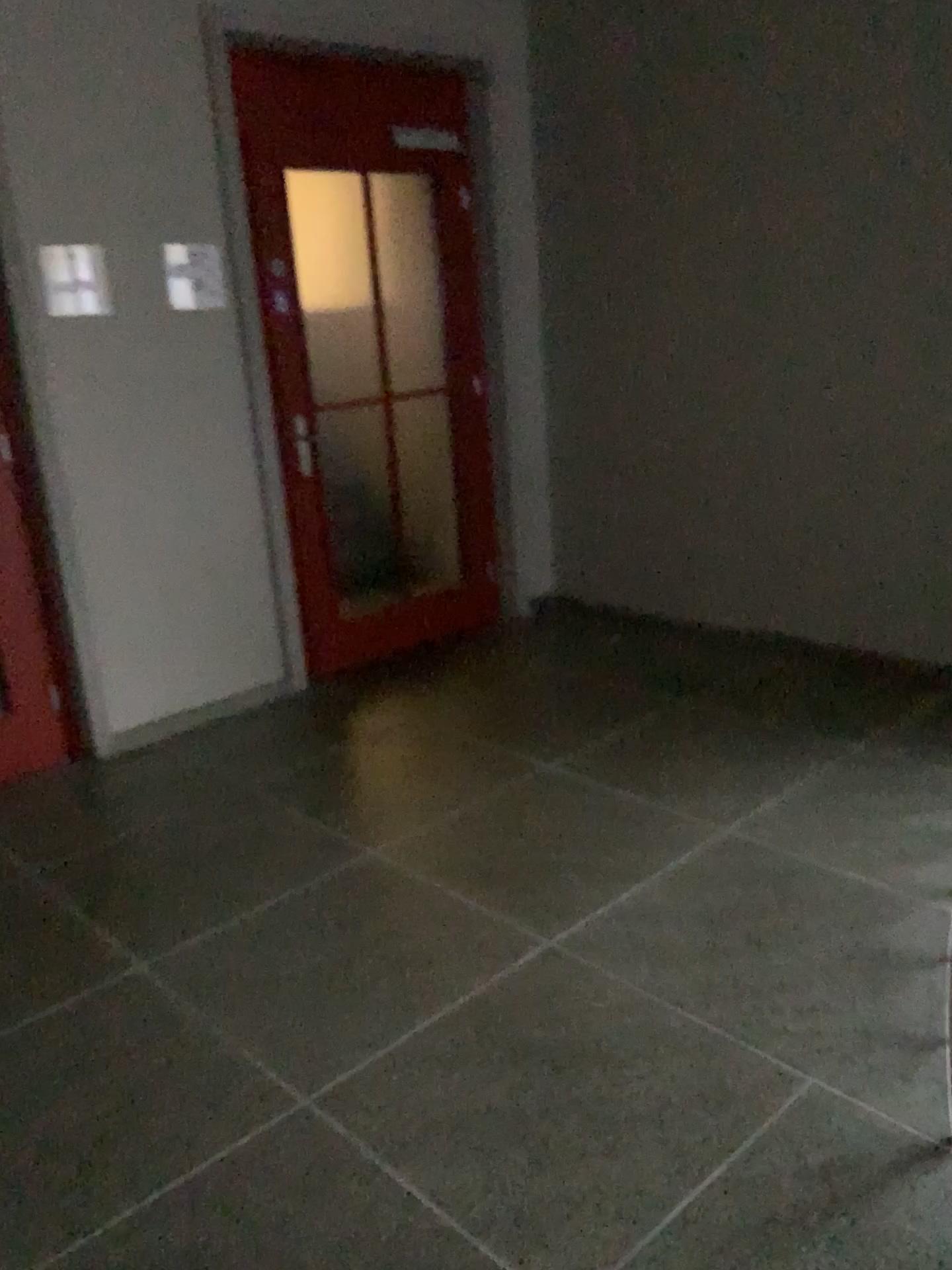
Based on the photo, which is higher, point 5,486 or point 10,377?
point 10,377

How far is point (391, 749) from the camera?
3.6m

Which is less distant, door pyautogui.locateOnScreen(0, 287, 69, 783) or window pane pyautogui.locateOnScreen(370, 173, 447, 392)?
door pyautogui.locateOnScreen(0, 287, 69, 783)

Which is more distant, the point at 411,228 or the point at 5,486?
the point at 411,228

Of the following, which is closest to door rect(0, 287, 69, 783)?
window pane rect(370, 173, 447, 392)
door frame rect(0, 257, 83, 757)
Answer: door frame rect(0, 257, 83, 757)

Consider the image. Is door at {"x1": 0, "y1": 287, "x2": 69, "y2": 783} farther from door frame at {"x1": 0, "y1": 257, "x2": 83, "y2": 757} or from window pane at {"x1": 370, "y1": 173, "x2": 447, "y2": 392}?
window pane at {"x1": 370, "y1": 173, "x2": 447, "y2": 392}

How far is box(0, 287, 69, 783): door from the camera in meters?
3.4

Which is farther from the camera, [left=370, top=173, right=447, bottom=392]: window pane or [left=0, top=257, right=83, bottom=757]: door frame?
[left=370, top=173, right=447, bottom=392]: window pane

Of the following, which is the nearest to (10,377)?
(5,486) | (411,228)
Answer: (5,486)
